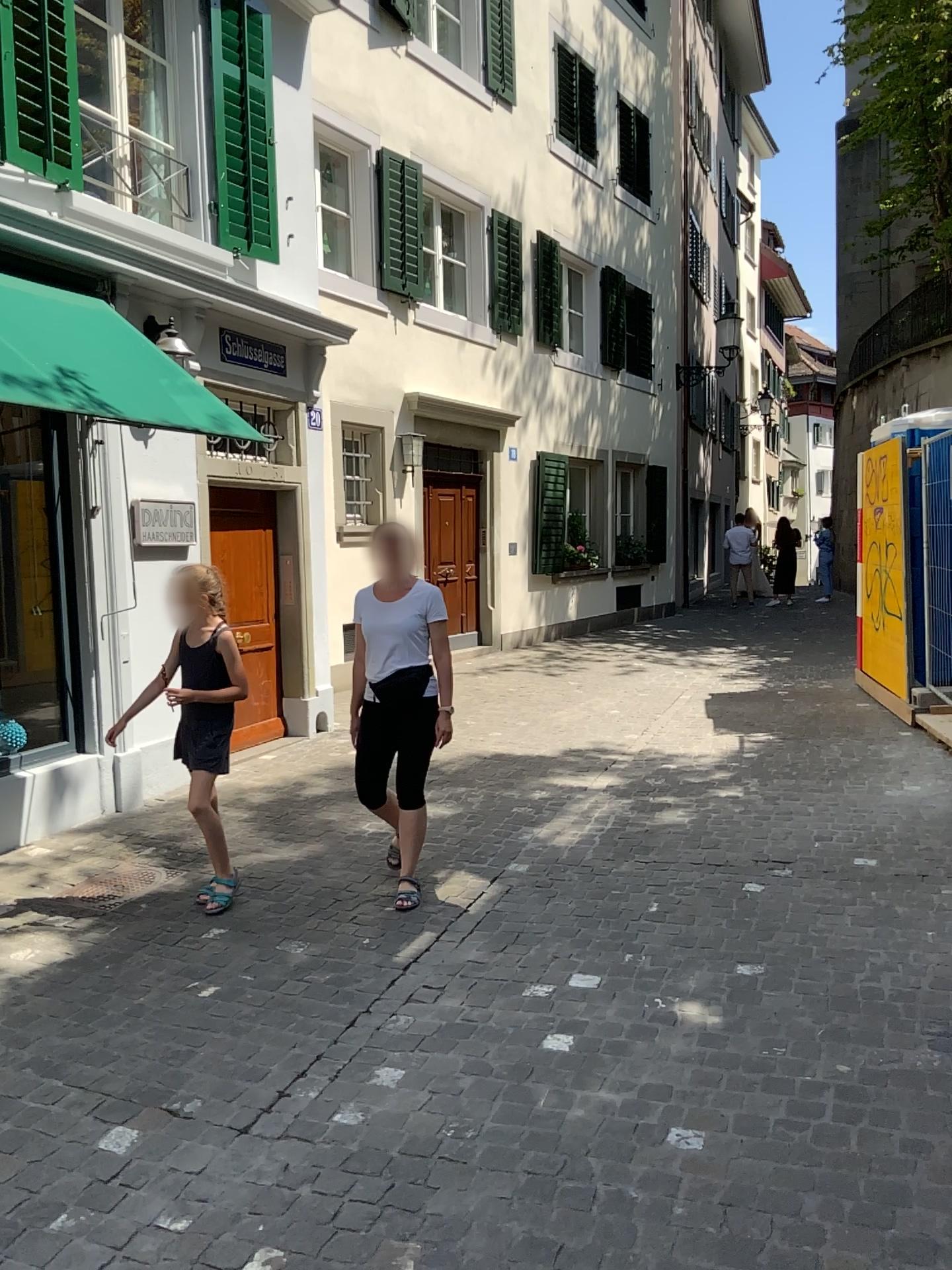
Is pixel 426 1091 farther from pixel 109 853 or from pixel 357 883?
pixel 109 853

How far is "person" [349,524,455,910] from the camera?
4.5m

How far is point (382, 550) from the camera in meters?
4.5

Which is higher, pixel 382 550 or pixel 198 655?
pixel 382 550
